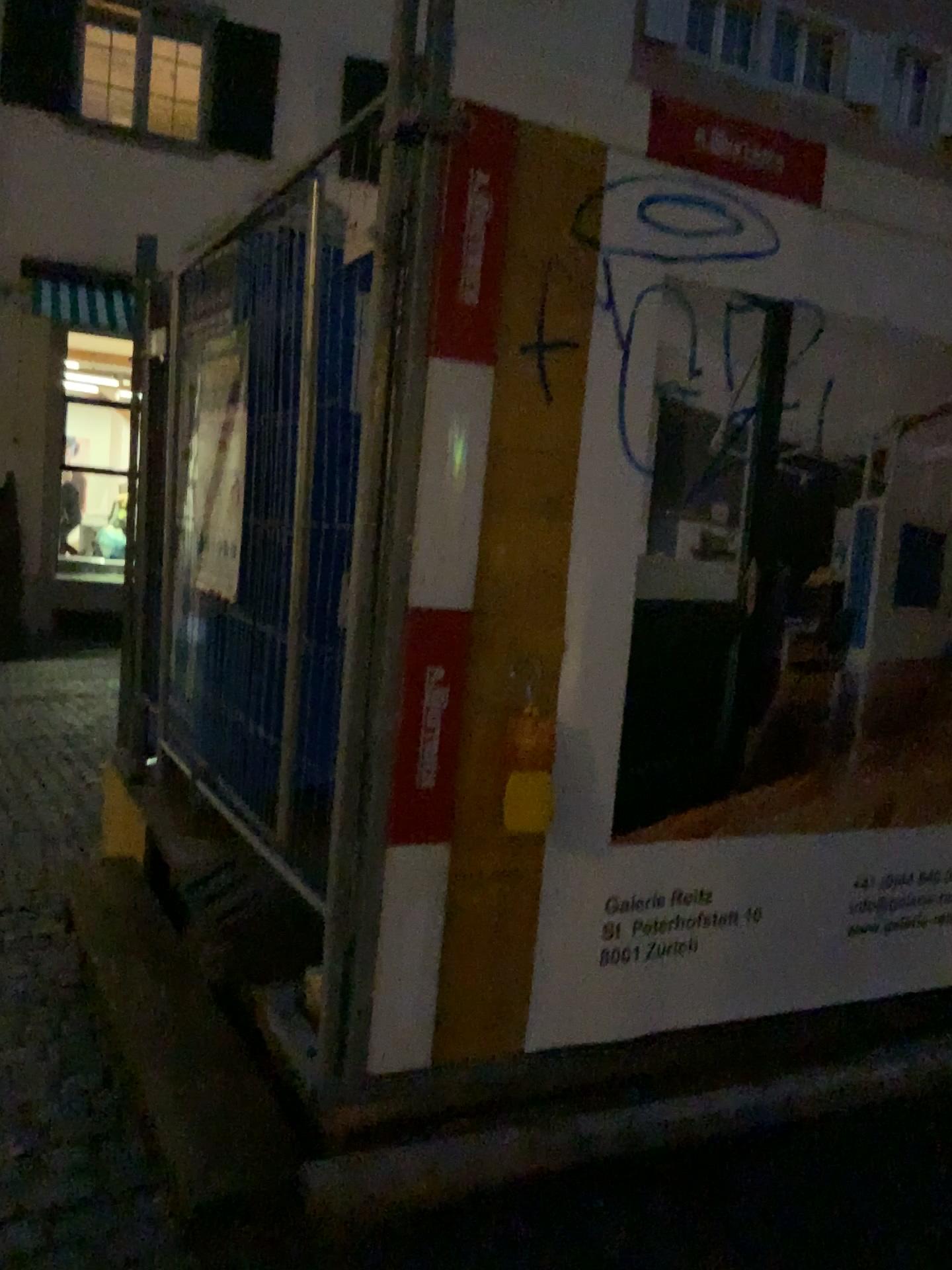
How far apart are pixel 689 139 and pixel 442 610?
1.2 meters

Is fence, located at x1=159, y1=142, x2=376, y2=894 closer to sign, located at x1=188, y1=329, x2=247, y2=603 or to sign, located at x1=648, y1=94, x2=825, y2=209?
sign, located at x1=188, y1=329, x2=247, y2=603

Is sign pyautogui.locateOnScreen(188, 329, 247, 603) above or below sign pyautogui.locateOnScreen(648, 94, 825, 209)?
below

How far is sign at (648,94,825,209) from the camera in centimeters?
236cm

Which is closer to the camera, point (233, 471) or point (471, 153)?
point (471, 153)

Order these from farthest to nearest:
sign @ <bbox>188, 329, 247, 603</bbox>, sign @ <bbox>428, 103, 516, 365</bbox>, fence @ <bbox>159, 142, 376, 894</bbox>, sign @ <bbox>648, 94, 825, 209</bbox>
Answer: sign @ <bbox>188, 329, 247, 603</bbox> → fence @ <bbox>159, 142, 376, 894</bbox> → sign @ <bbox>648, 94, 825, 209</bbox> → sign @ <bbox>428, 103, 516, 365</bbox>

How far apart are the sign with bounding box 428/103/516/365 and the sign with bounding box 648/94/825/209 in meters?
0.4

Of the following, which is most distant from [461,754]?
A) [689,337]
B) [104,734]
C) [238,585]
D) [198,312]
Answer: [104,734]

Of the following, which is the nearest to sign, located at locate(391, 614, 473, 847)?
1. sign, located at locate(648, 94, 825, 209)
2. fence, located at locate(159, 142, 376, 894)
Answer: fence, located at locate(159, 142, 376, 894)

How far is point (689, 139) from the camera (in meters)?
2.36
